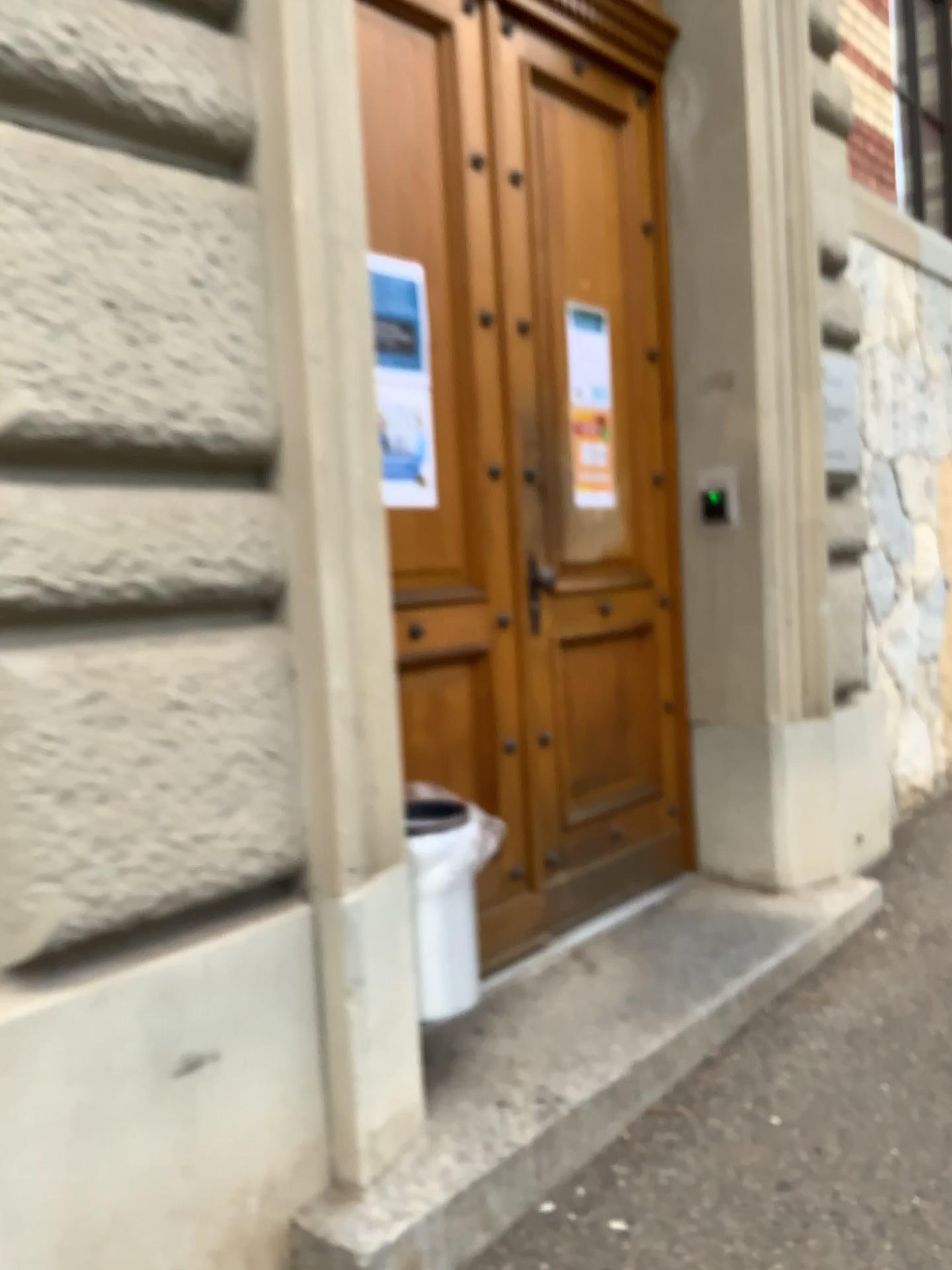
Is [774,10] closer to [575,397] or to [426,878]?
[575,397]

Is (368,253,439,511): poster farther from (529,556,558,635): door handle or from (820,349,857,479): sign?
(820,349,857,479): sign

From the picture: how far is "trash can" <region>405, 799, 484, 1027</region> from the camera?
2.27m

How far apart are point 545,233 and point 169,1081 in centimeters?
247cm

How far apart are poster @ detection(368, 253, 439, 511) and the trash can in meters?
0.7 m

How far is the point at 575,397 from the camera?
3.2m

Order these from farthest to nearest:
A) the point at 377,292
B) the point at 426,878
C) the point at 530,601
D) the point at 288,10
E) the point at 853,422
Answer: the point at 853,422
the point at 530,601
the point at 377,292
the point at 426,878
the point at 288,10

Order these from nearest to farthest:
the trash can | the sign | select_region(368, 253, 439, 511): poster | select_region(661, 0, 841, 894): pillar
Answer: the trash can < select_region(368, 253, 439, 511): poster < select_region(661, 0, 841, 894): pillar < the sign

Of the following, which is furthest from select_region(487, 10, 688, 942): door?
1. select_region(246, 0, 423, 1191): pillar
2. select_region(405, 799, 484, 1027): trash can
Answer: select_region(246, 0, 423, 1191): pillar

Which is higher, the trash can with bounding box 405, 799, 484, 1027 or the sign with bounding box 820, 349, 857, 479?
the sign with bounding box 820, 349, 857, 479
